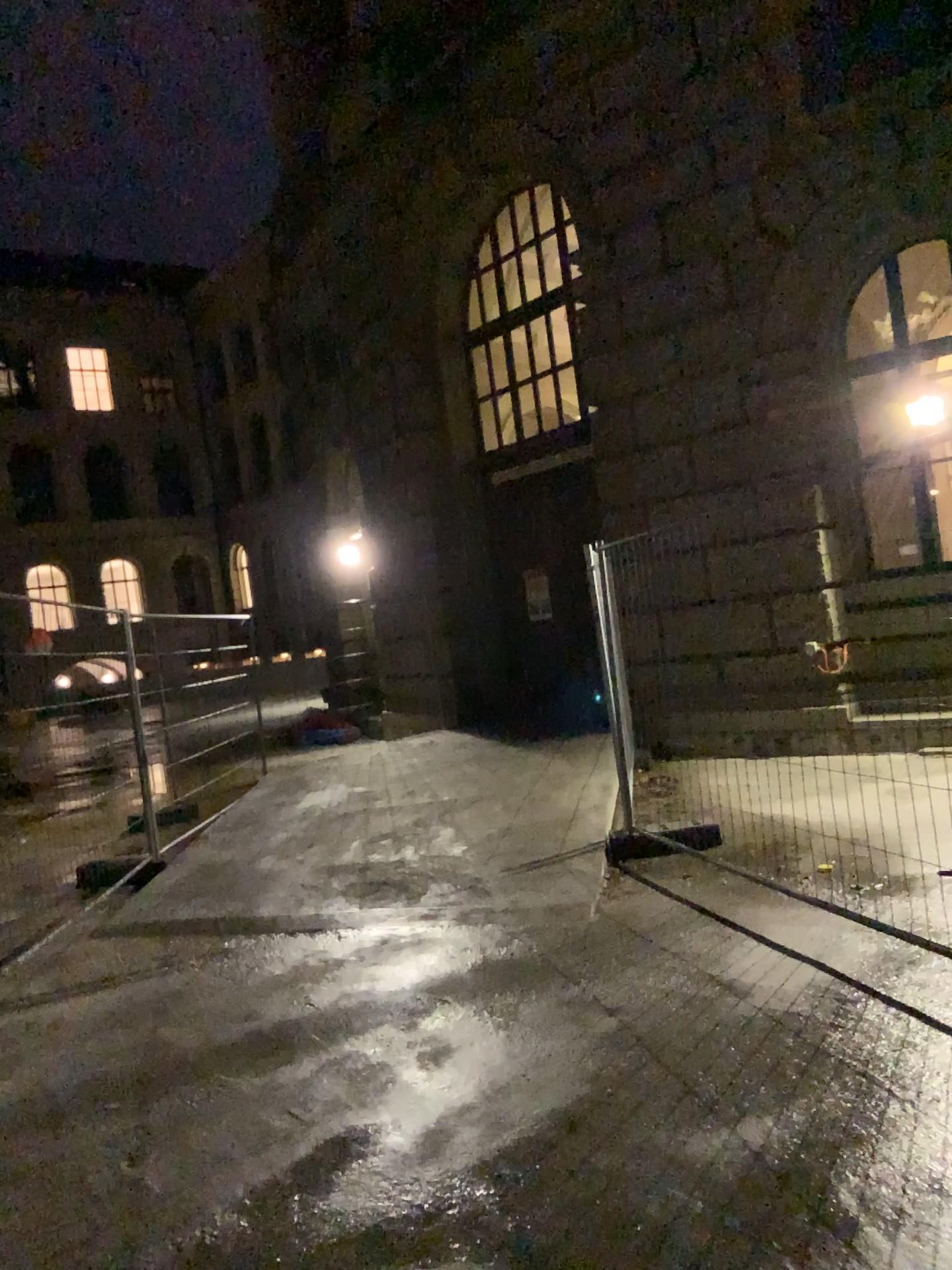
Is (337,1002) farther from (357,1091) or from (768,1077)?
(768,1077)
